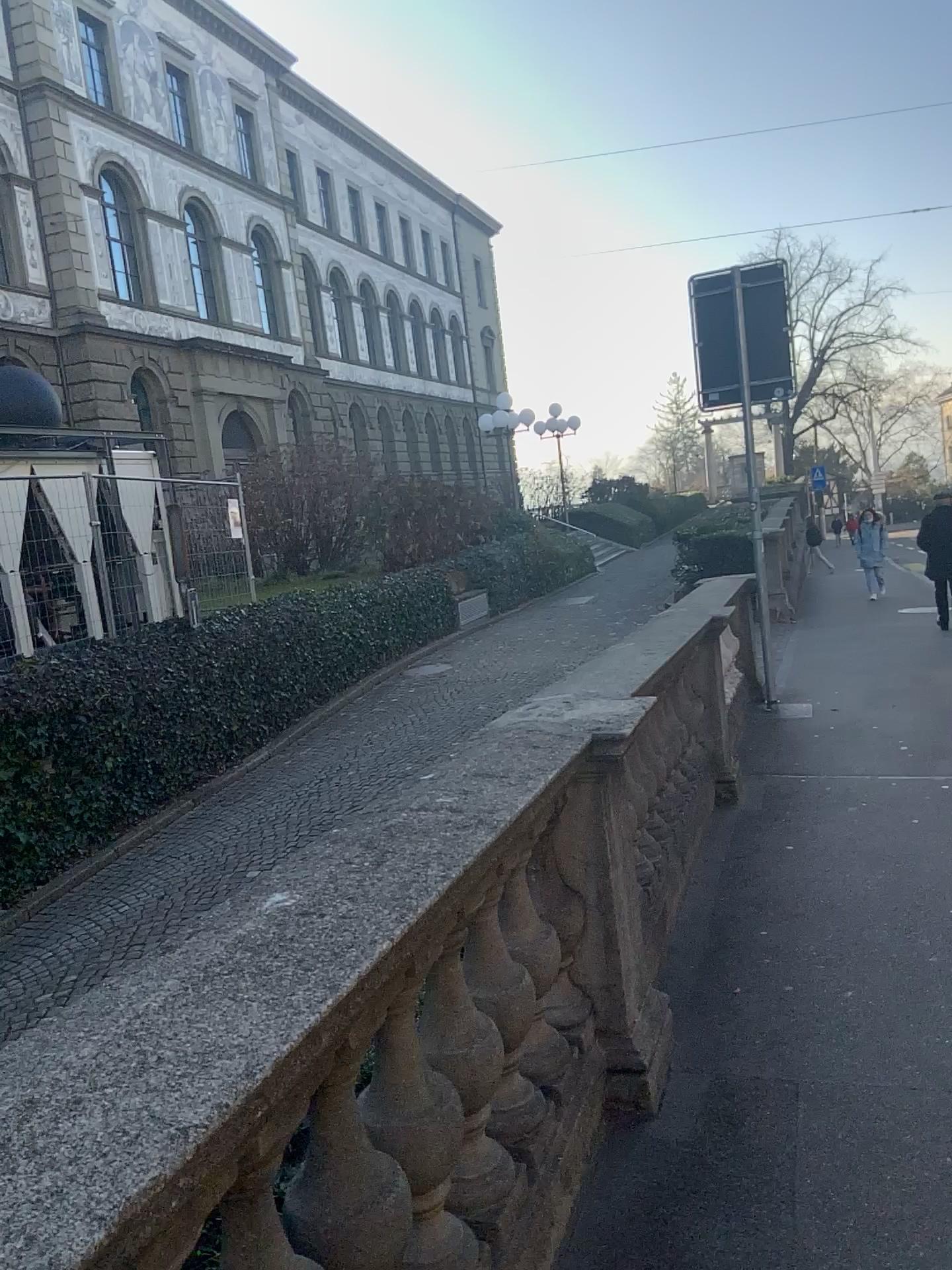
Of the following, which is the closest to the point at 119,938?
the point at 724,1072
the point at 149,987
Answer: the point at 149,987
